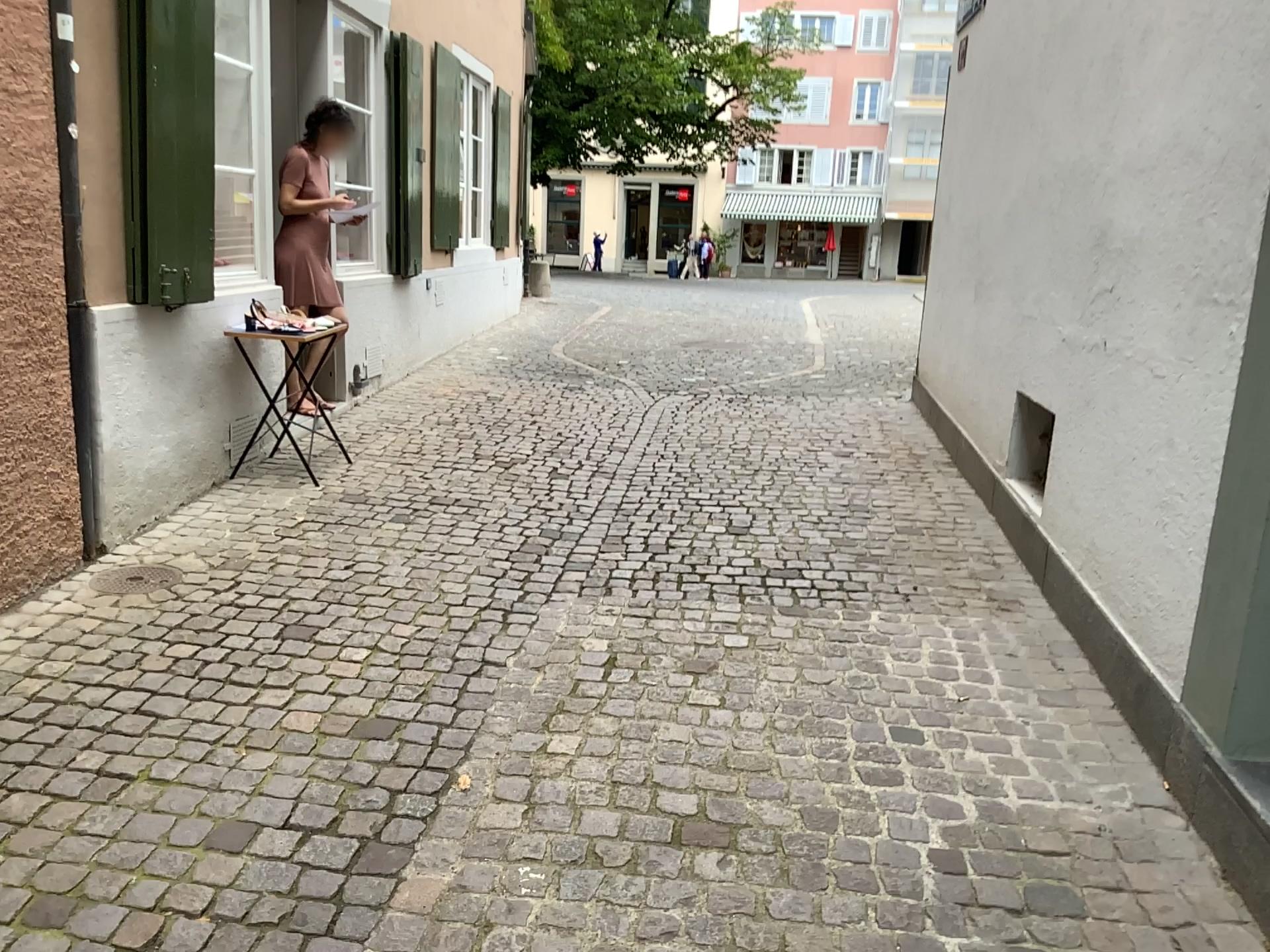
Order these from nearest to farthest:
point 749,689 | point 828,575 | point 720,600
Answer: point 749,689 < point 720,600 < point 828,575

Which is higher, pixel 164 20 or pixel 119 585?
pixel 164 20

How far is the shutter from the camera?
3.7m

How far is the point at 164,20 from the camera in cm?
369

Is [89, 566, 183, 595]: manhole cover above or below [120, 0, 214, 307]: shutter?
below
